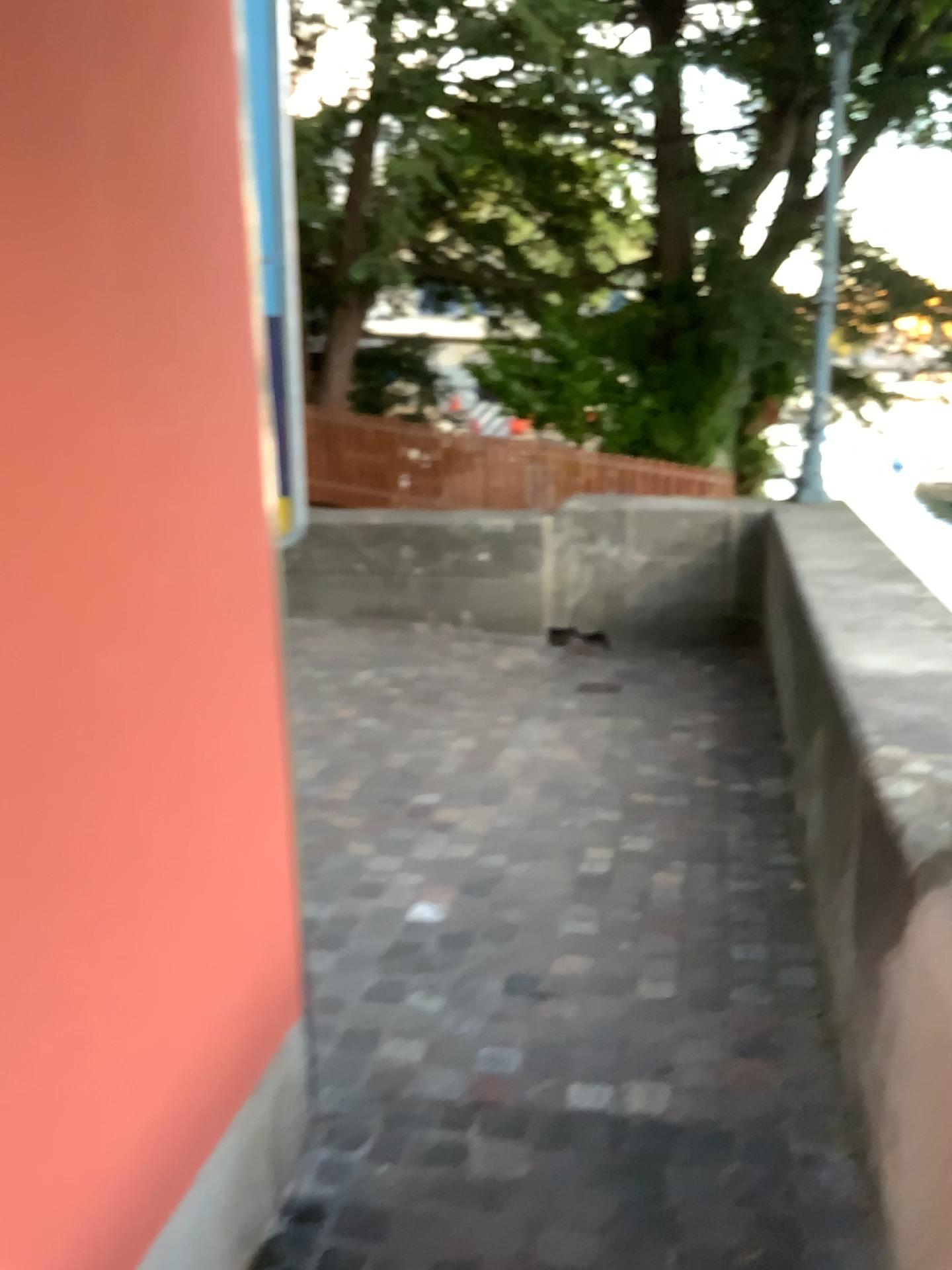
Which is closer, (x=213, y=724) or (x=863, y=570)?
(x=213, y=724)
